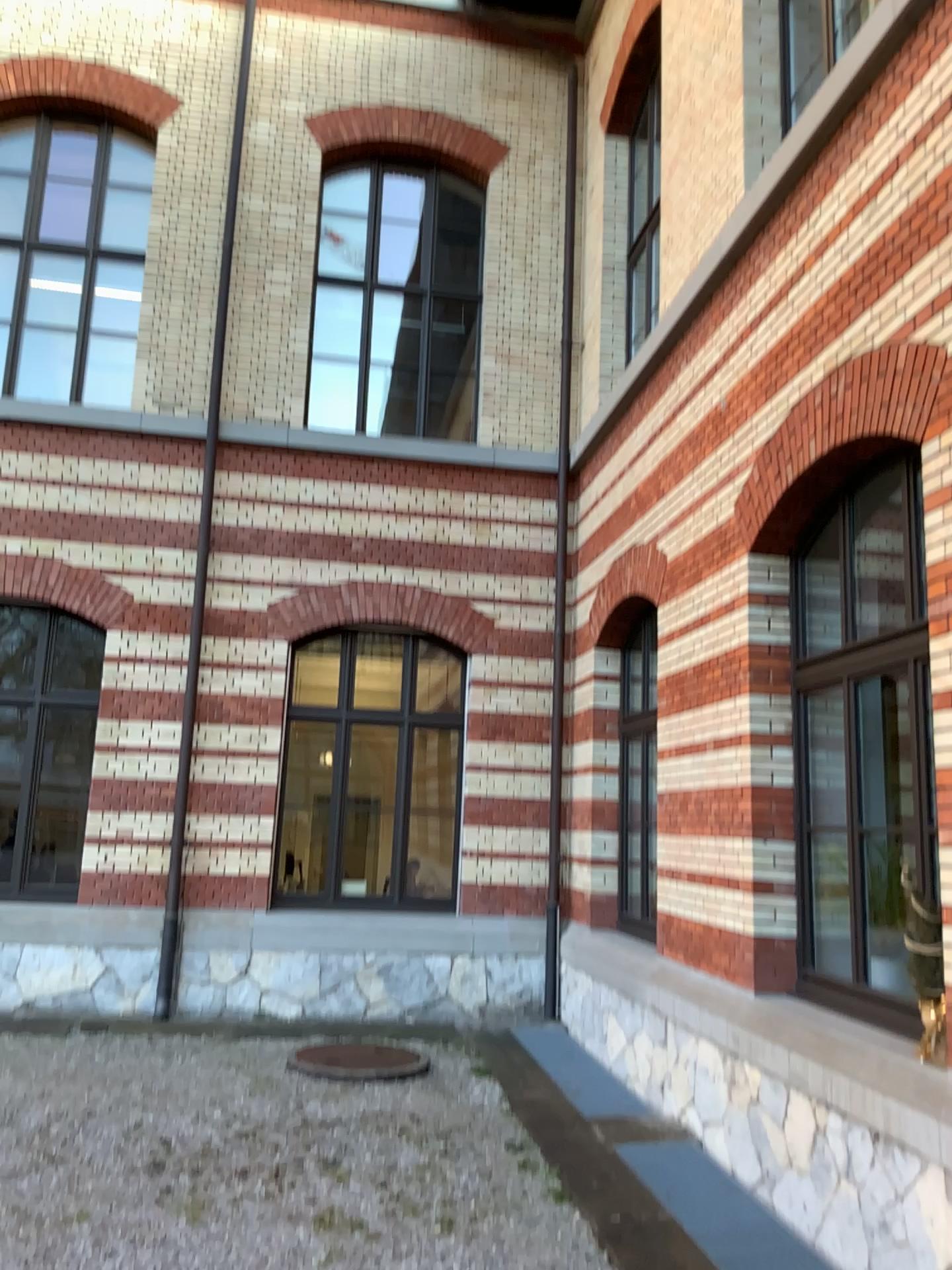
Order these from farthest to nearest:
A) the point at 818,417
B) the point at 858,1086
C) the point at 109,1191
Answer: the point at 818,417
the point at 109,1191
the point at 858,1086
